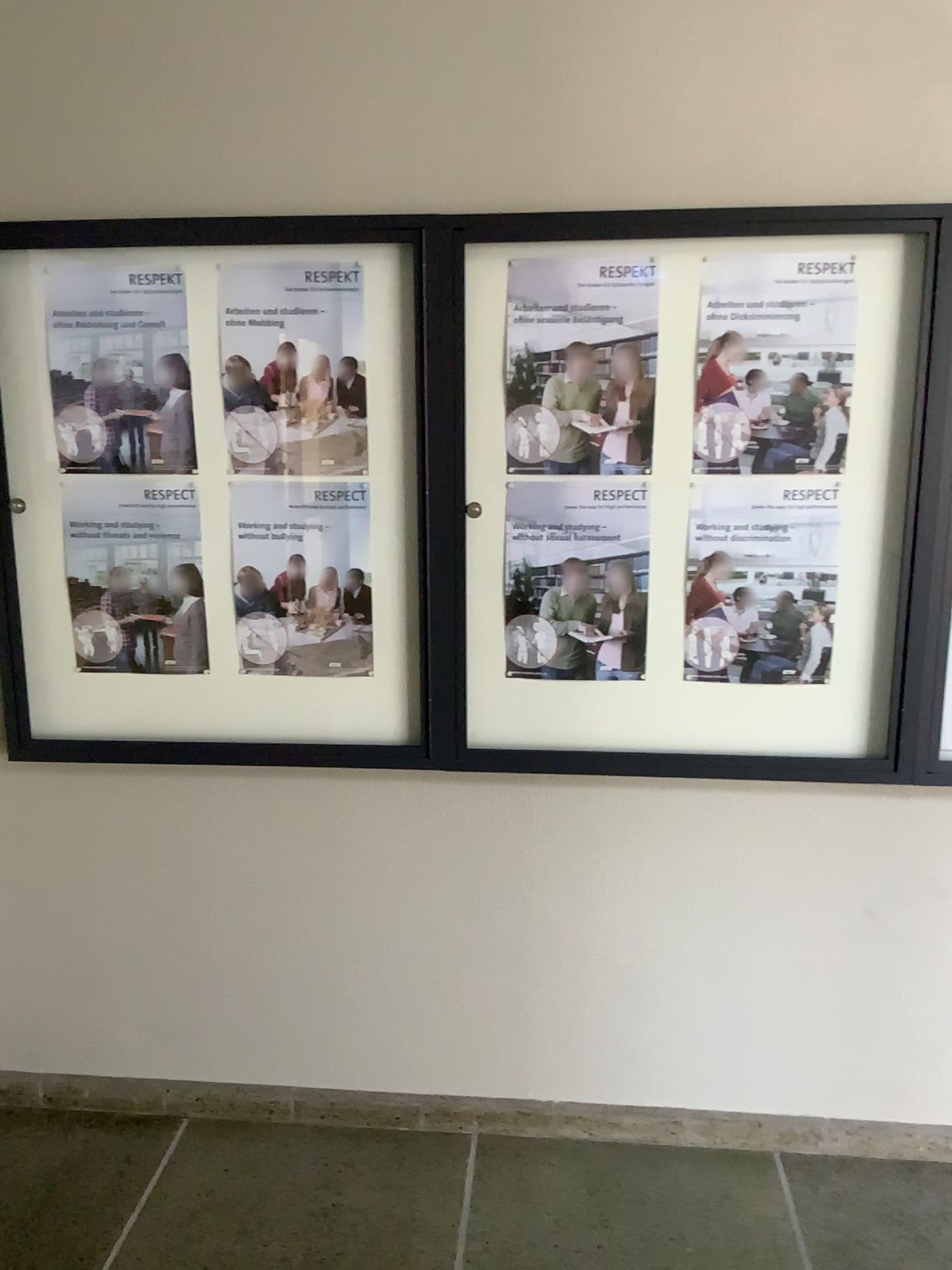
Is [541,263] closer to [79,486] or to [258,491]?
[258,491]

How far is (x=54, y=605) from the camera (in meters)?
2.30

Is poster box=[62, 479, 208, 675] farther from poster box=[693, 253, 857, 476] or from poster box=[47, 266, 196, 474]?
poster box=[693, 253, 857, 476]

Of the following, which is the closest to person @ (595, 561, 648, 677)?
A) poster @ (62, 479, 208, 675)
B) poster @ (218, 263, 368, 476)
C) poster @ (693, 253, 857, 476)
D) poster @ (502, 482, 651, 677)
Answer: poster @ (502, 482, 651, 677)

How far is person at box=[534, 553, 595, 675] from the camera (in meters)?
2.19

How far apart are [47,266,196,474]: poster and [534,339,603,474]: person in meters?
0.8

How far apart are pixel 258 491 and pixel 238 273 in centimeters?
44cm

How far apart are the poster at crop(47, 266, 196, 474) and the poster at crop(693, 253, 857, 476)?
1.05m

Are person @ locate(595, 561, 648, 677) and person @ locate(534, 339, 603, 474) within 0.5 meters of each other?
yes

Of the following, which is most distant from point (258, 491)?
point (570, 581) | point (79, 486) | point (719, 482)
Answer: point (719, 482)
